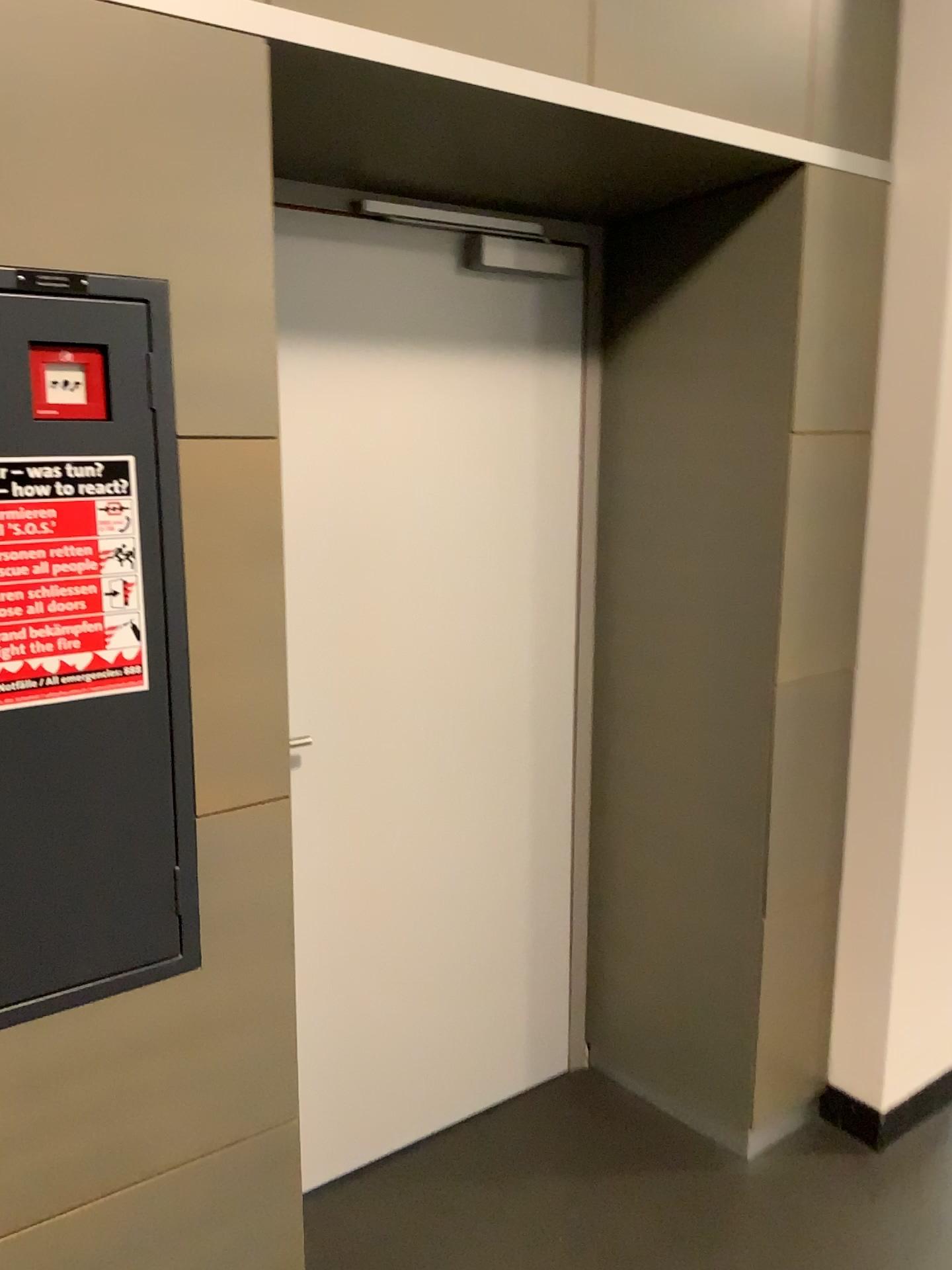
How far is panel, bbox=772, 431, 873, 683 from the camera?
2.1 meters

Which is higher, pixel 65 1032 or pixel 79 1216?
pixel 65 1032

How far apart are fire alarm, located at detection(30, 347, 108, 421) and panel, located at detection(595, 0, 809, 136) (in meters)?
0.91

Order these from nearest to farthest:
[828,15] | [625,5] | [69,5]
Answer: [69,5], [625,5], [828,15]

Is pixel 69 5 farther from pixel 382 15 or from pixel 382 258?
pixel 382 258

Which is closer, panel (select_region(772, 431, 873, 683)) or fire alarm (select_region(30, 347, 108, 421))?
fire alarm (select_region(30, 347, 108, 421))

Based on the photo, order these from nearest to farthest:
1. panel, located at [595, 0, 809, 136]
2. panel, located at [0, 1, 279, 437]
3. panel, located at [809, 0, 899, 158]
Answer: panel, located at [0, 1, 279, 437]
panel, located at [595, 0, 809, 136]
panel, located at [809, 0, 899, 158]

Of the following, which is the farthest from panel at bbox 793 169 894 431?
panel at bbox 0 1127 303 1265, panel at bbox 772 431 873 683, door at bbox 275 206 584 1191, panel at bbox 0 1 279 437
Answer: panel at bbox 0 1127 303 1265

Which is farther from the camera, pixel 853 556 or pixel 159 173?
→ pixel 853 556

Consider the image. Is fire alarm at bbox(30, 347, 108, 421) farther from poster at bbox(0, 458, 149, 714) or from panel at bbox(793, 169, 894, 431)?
panel at bbox(793, 169, 894, 431)
